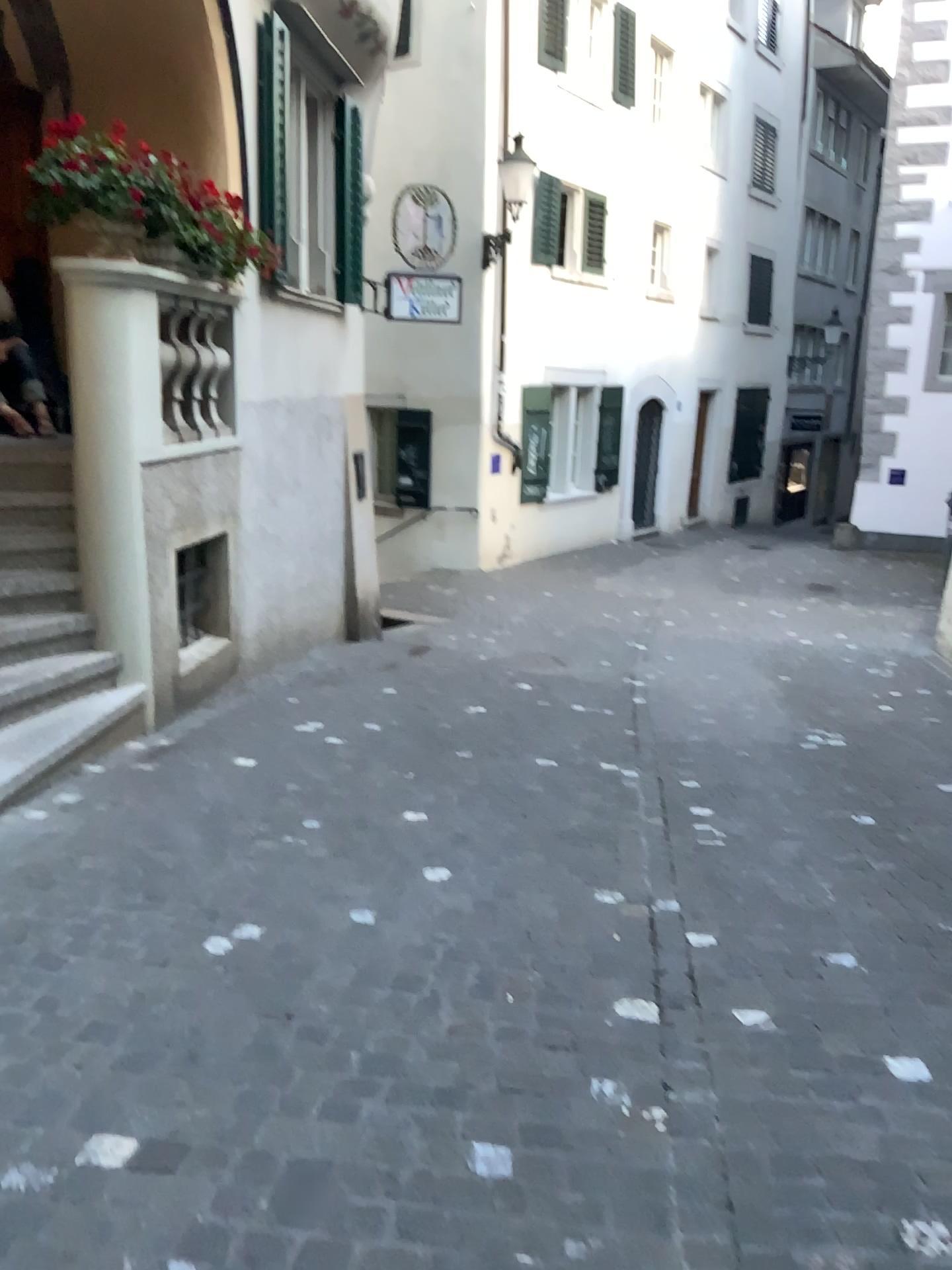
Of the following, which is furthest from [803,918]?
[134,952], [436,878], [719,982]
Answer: [134,952]
